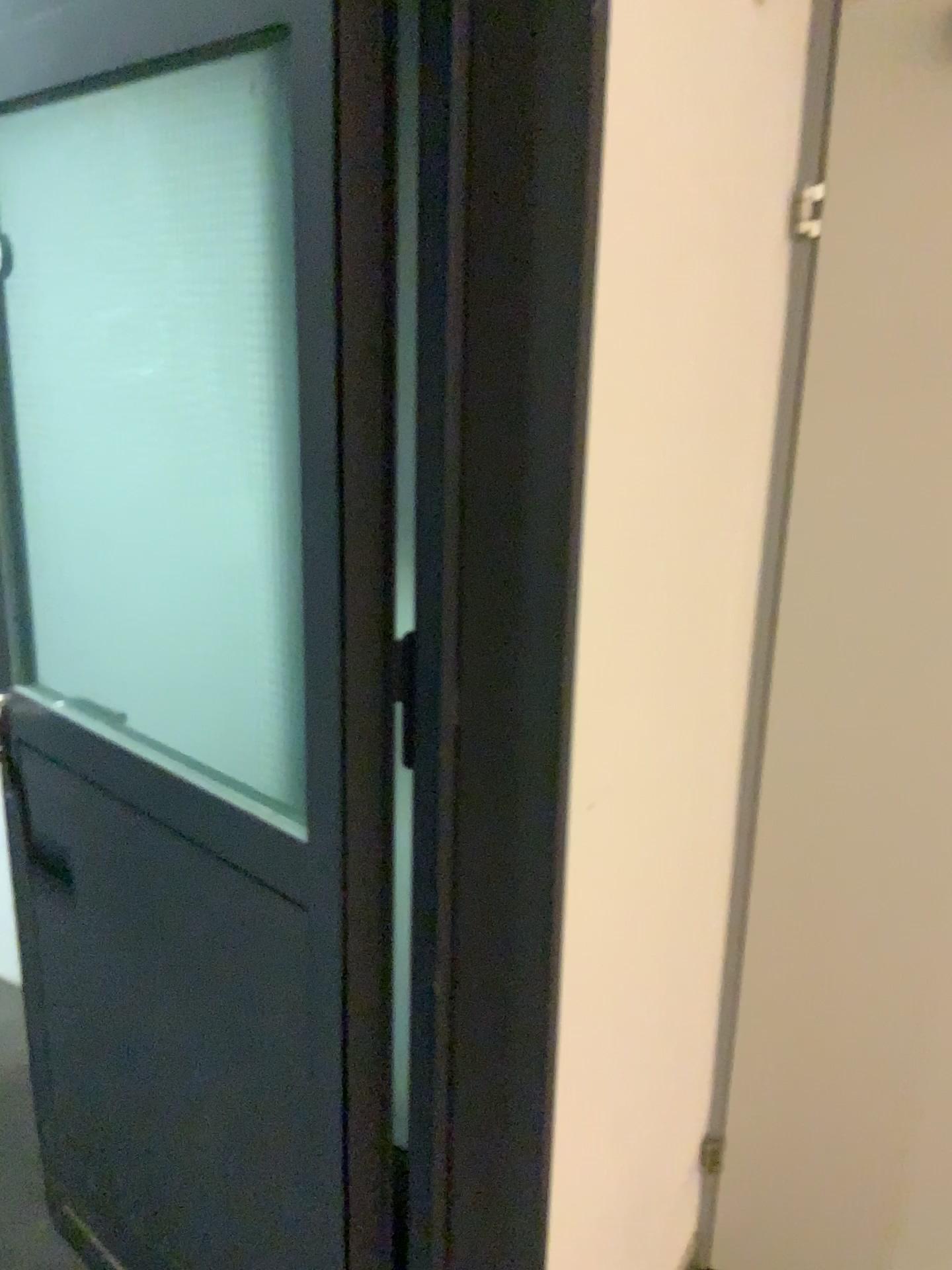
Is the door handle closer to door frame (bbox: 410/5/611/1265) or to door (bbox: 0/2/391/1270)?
door (bbox: 0/2/391/1270)

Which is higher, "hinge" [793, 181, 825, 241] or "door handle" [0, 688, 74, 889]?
"hinge" [793, 181, 825, 241]

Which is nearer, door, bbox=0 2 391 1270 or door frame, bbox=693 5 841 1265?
door, bbox=0 2 391 1270

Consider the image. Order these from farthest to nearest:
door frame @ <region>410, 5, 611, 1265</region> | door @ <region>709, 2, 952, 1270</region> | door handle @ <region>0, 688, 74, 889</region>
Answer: door handle @ <region>0, 688, 74, 889</region> < door @ <region>709, 2, 952, 1270</region> < door frame @ <region>410, 5, 611, 1265</region>

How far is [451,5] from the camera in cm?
88

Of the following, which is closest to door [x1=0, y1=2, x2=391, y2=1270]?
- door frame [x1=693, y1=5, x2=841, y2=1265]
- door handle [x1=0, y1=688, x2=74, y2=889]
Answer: door handle [x1=0, y1=688, x2=74, y2=889]

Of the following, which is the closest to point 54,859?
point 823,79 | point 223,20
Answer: point 223,20

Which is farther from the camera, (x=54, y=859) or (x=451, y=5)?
(x=54, y=859)

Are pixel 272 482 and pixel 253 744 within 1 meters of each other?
yes

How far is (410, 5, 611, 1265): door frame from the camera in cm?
88
